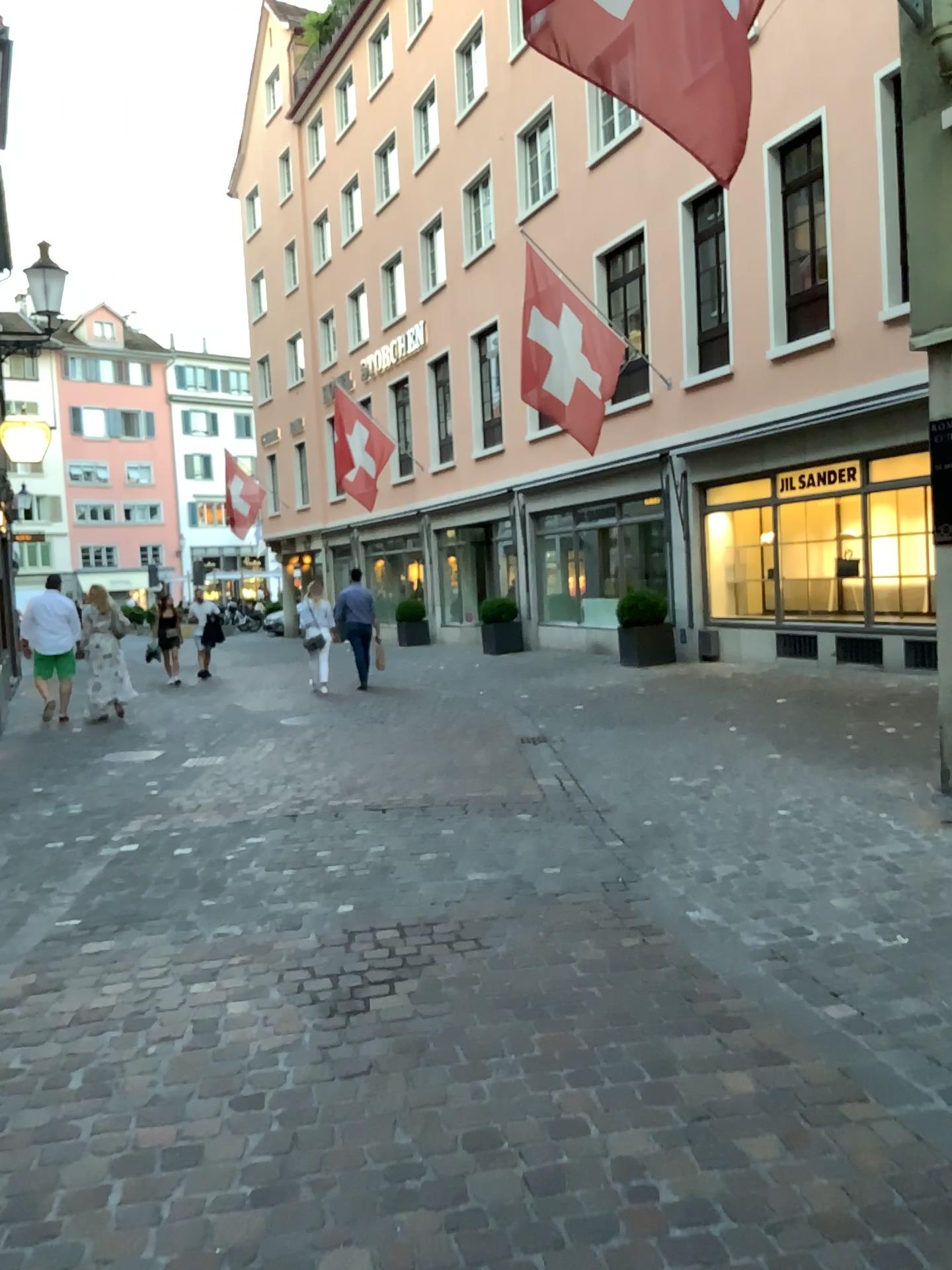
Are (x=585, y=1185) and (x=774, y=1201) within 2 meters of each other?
yes
